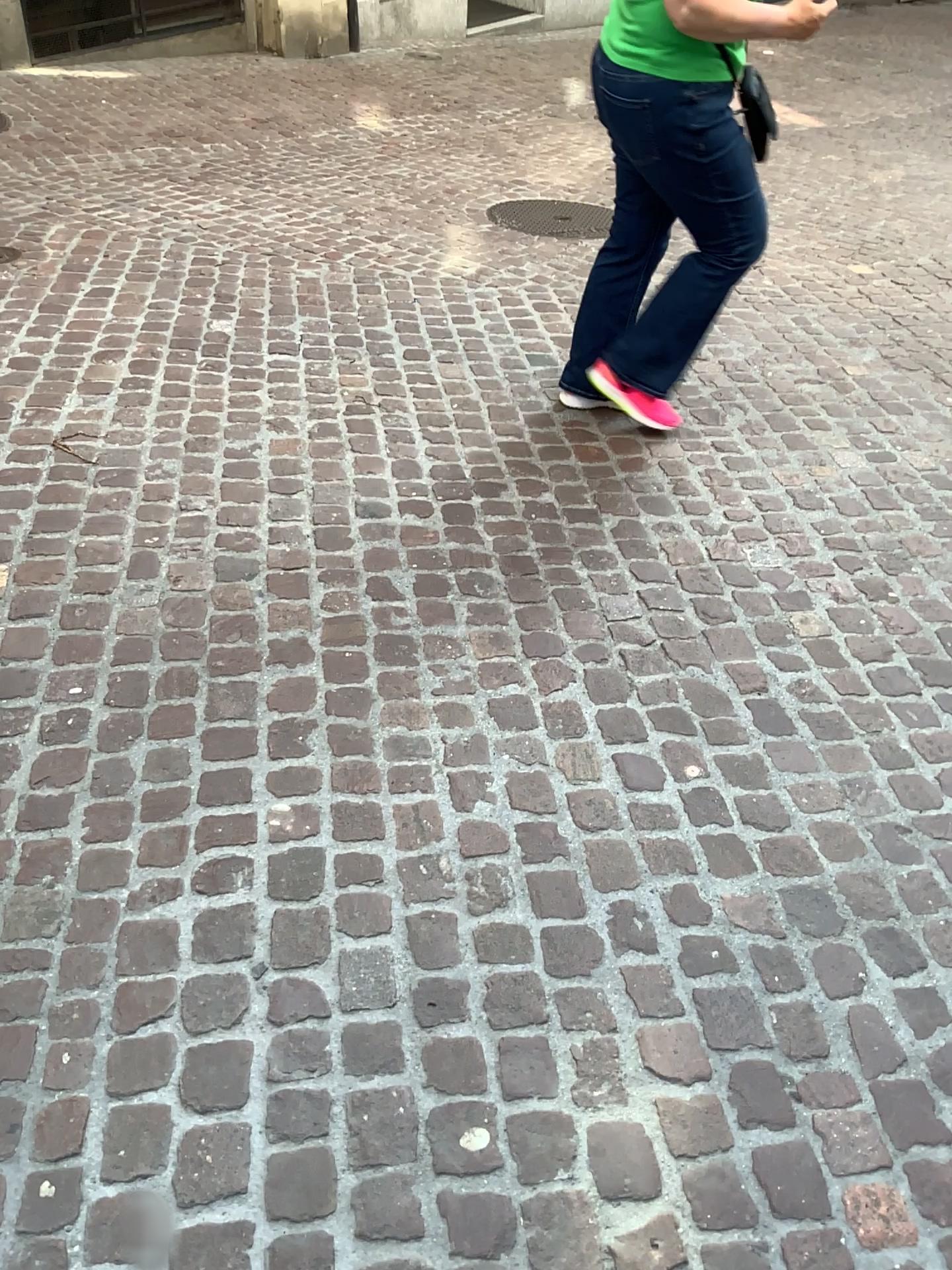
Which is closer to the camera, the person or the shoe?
the person

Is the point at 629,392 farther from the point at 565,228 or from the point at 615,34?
the point at 565,228

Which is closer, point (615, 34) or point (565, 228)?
point (615, 34)

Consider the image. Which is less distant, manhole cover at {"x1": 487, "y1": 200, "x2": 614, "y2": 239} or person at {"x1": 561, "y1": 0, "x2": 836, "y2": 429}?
person at {"x1": 561, "y1": 0, "x2": 836, "y2": 429}

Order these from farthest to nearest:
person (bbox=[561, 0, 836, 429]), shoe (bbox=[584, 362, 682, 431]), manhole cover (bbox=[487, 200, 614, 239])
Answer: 1. manhole cover (bbox=[487, 200, 614, 239])
2. shoe (bbox=[584, 362, 682, 431])
3. person (bbox=[561, 0, 836, 429])

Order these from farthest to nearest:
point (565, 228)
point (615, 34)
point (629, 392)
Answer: point (565, 228), point (629, 392), point (615, 34)

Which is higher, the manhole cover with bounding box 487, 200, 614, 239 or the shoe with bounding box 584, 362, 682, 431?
the shoe with bounding box 584, 362, 682, 431

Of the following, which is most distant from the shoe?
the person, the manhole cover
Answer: the manhole cover

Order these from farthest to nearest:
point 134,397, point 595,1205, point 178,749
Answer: point 134,397
point 178,749
point 595,1205

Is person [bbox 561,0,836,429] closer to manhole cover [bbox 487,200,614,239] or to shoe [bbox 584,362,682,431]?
shoe [bbox 584,362,682,431]
